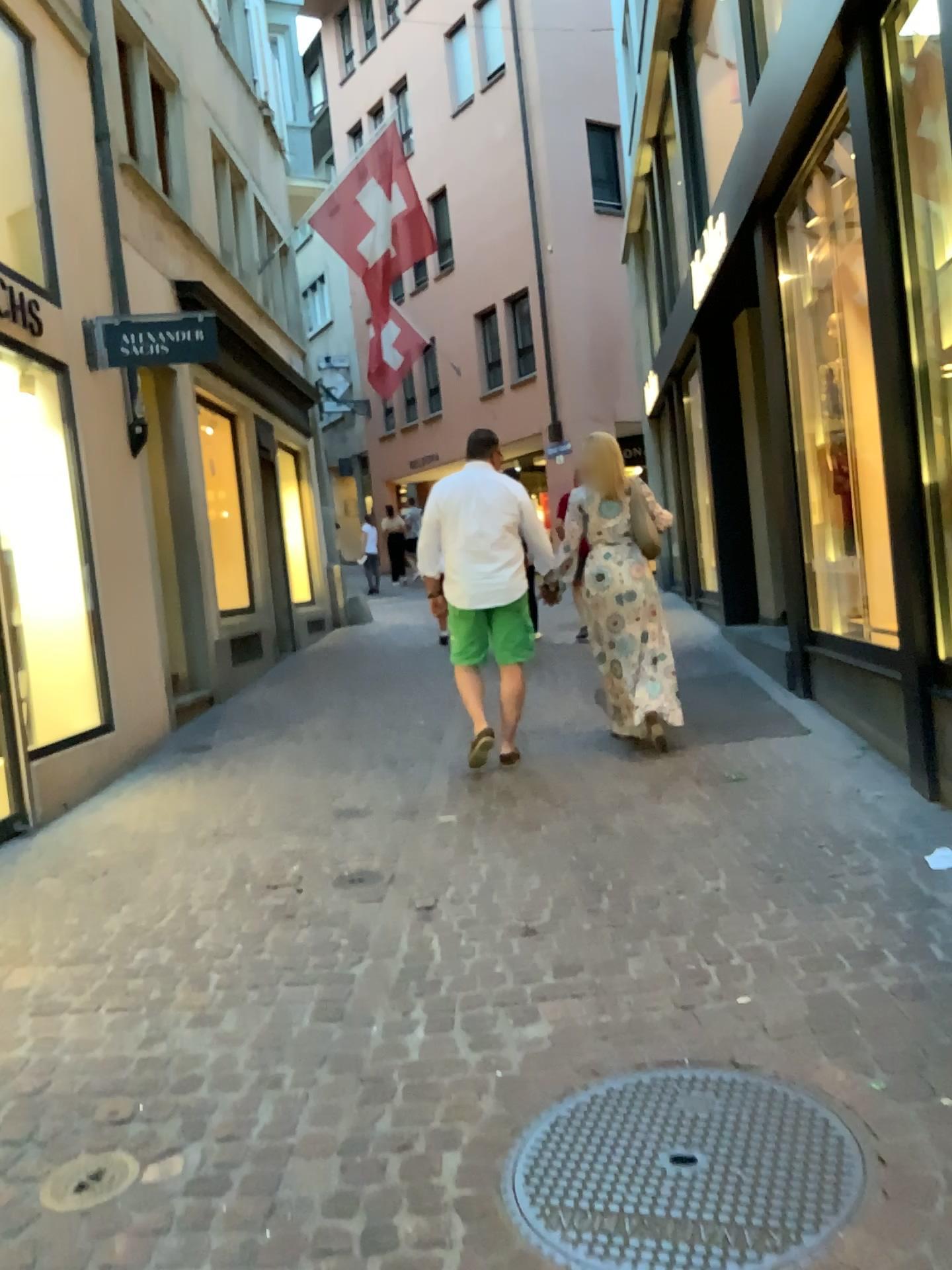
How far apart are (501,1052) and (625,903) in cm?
98

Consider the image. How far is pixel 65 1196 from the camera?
2.2 meters

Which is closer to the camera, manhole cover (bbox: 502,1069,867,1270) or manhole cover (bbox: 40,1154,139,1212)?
manhole cover (bbox: 502,1069,867,1270)

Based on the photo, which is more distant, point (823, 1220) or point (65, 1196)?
point (65, 1196)

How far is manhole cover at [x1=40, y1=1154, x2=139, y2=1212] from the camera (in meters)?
2.23
